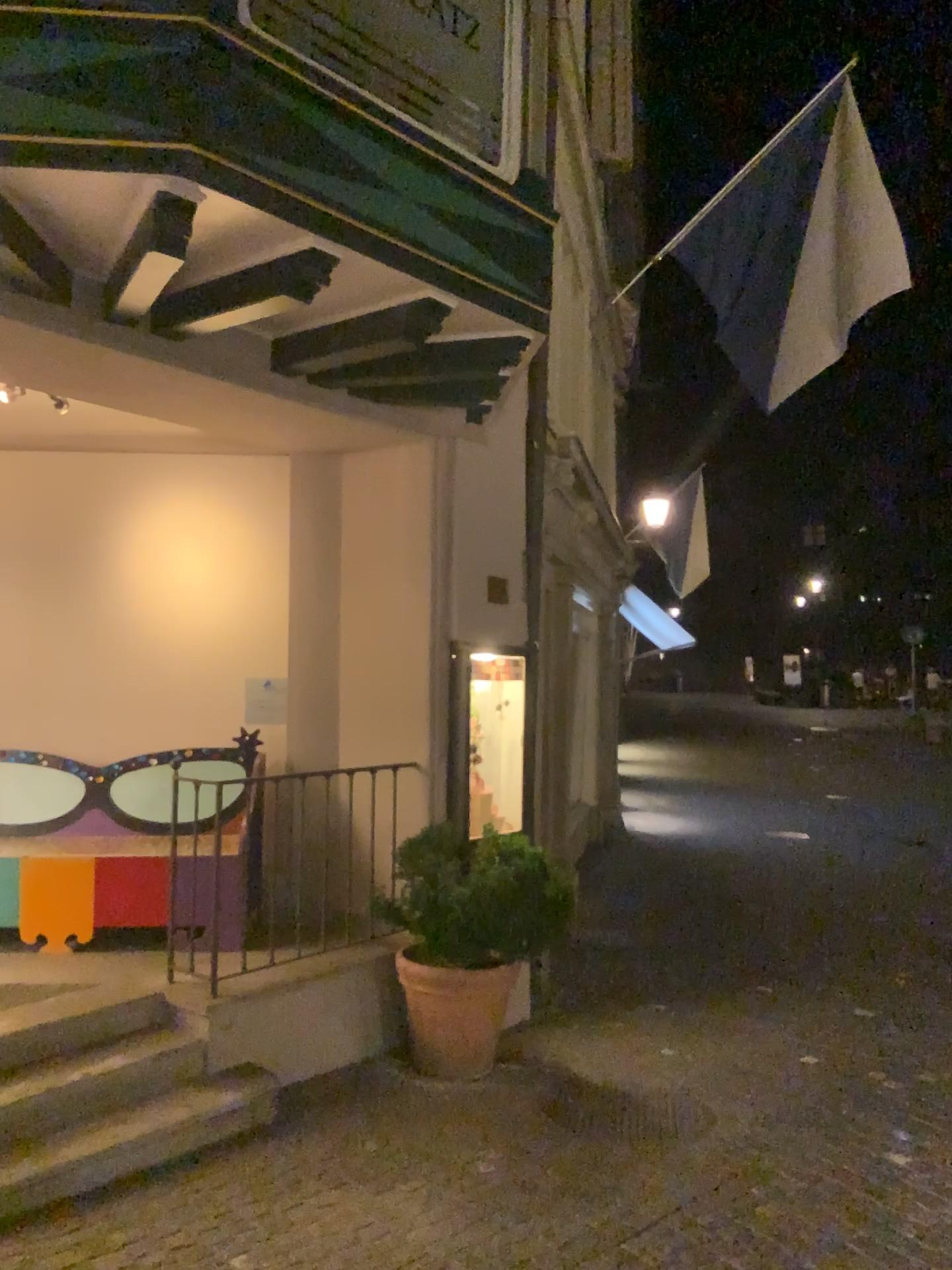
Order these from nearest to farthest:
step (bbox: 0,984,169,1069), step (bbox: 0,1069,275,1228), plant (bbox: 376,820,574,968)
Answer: step (bbox: 0,1069,275,1228) < step (bbox: 0,984,169,1069) < plant (bbox: 376,820,574,968)

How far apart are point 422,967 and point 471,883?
0.4 meters

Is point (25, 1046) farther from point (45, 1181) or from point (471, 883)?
point (471, 883)

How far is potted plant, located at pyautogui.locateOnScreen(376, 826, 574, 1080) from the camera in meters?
4.5

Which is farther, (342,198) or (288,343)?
(288,343)

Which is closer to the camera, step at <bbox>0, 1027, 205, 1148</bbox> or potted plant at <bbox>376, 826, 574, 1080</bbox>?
step at <bbox>0, 1027, 205, 1148</bbox>

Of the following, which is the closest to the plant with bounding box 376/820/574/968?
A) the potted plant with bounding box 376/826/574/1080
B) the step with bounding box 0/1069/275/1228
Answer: the potted plant with bounding box 376/826/574/1080

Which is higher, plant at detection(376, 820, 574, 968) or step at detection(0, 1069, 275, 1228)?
plant at detection(376, 820, 574, 968)

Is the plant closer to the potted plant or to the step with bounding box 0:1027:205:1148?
the potted plant

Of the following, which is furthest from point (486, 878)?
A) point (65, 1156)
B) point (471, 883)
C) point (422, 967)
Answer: point (65, 1156)
